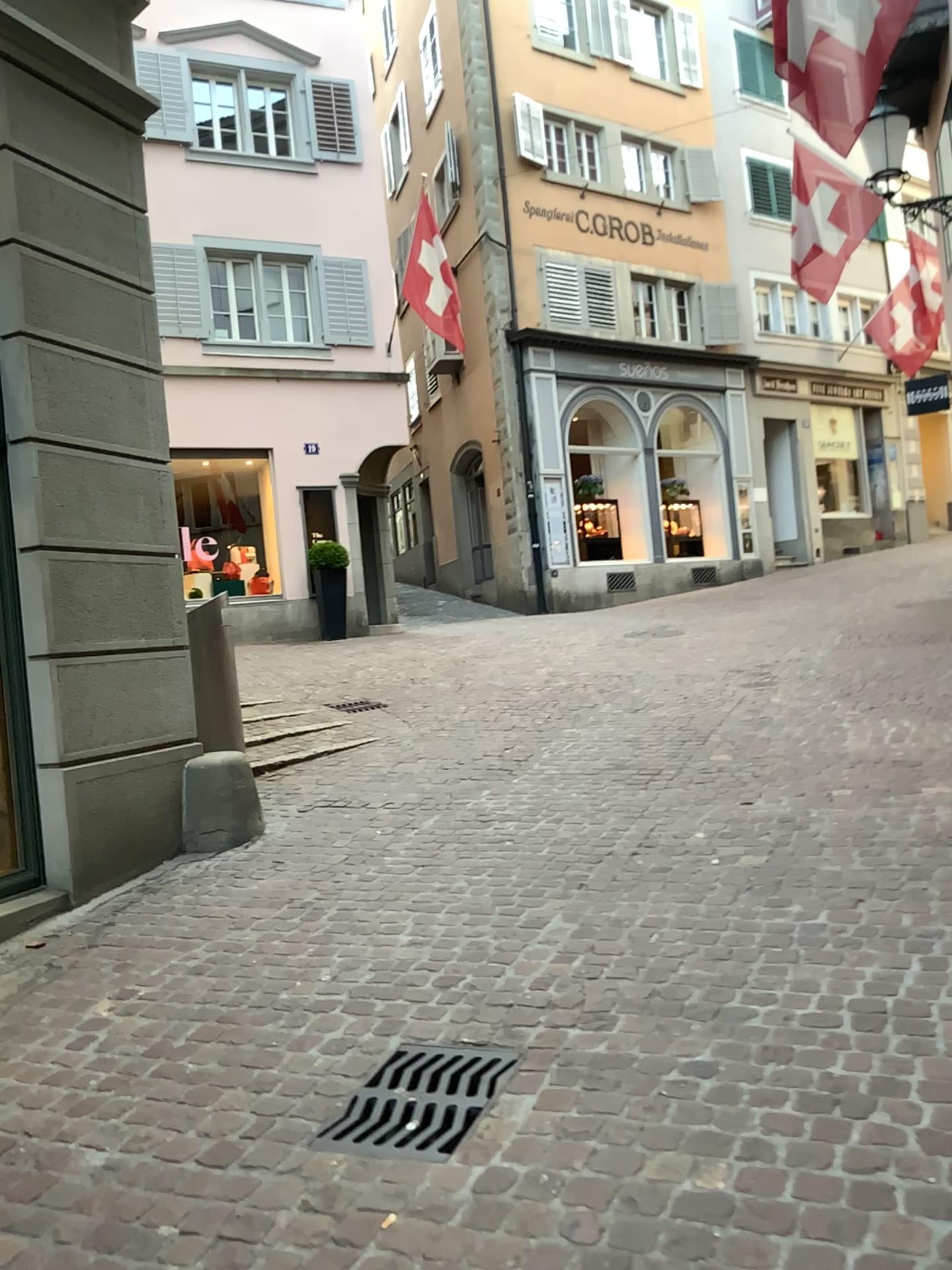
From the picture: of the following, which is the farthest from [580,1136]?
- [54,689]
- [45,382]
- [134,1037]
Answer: [45,382]
